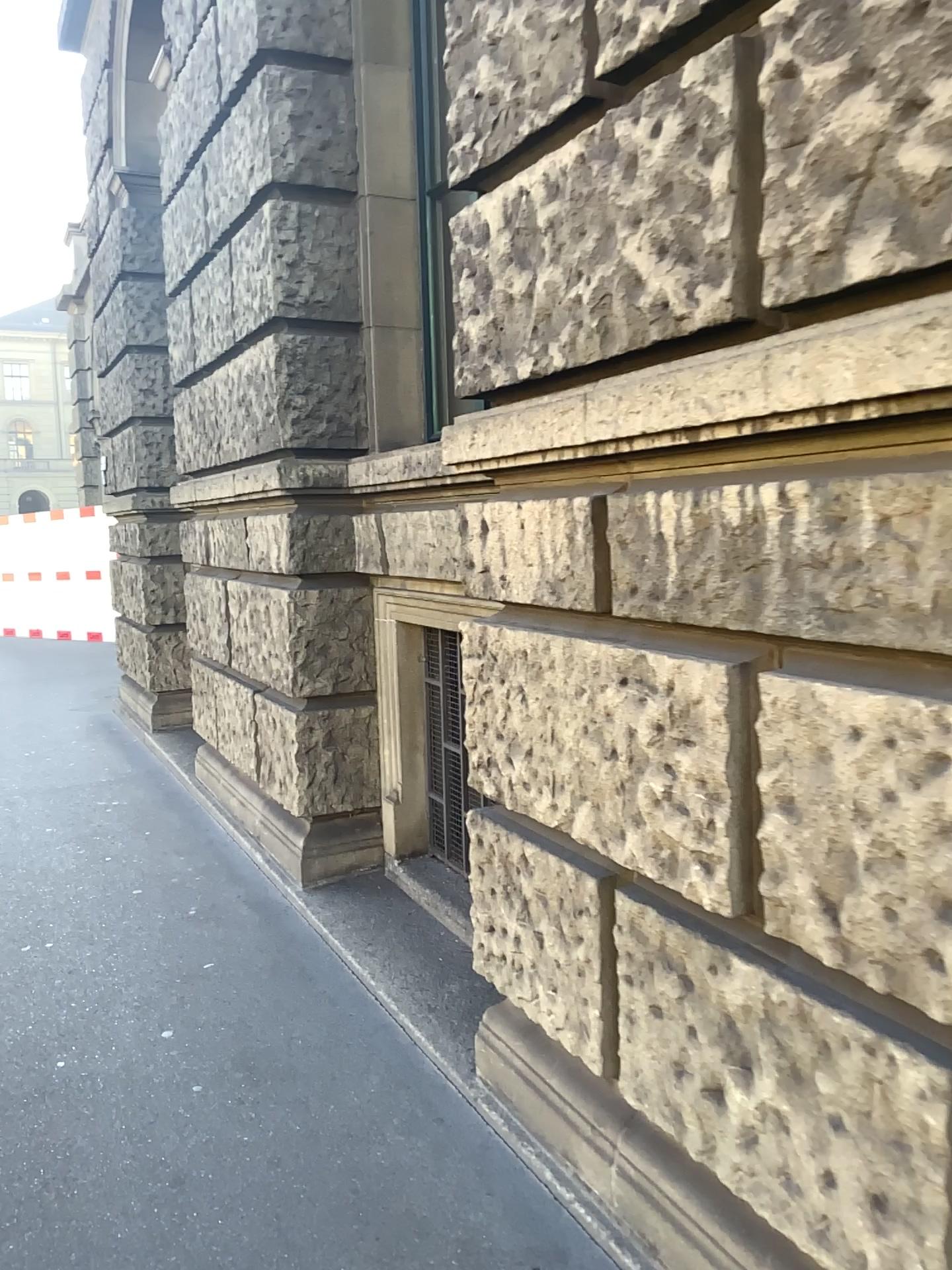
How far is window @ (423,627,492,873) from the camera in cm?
425

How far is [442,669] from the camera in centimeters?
425cm

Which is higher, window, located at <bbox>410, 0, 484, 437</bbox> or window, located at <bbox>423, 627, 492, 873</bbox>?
window, located at <bbox>410, 0, 484, 437</bbox>

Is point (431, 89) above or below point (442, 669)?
above

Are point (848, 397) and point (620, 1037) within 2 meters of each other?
yes
